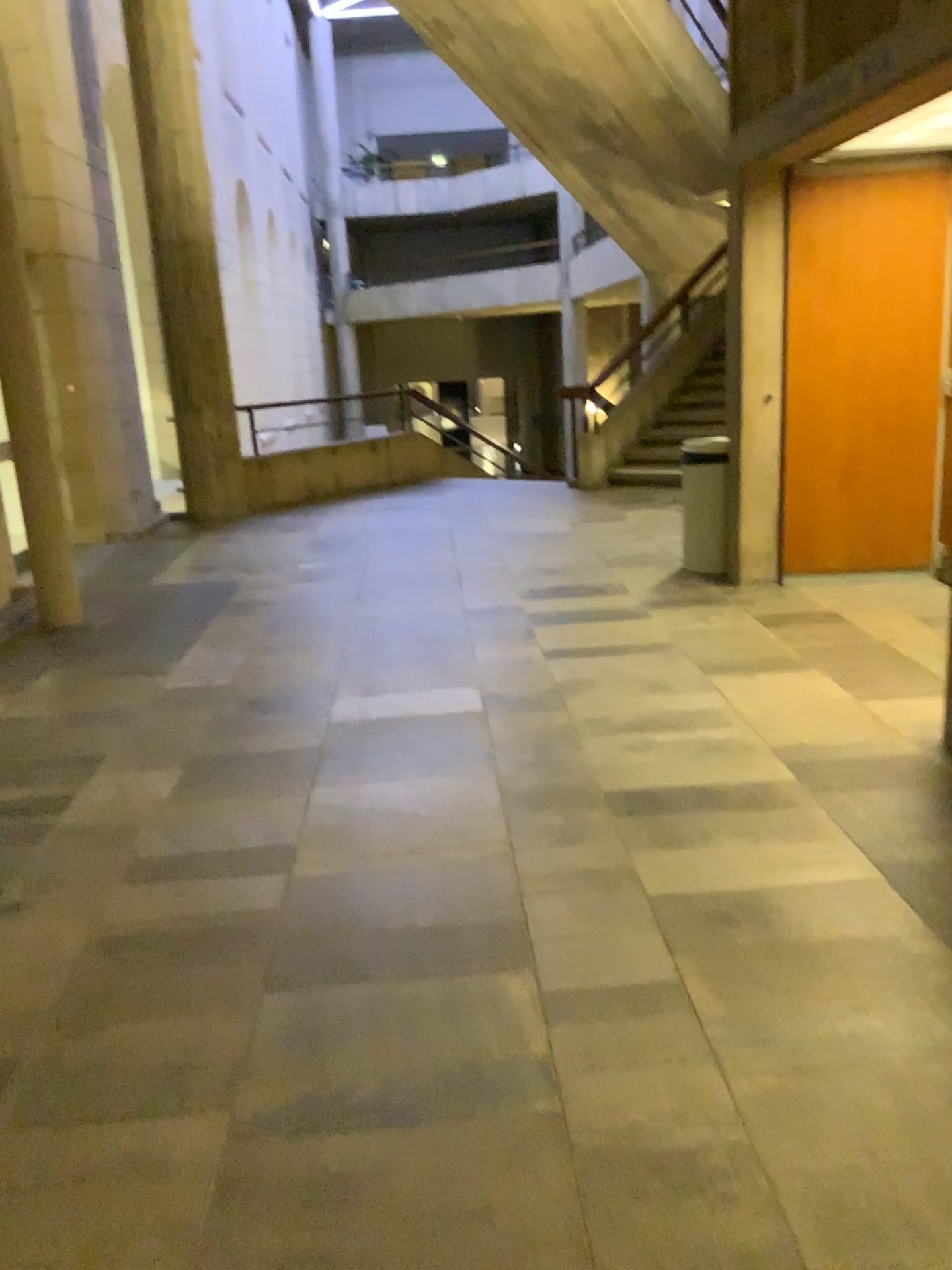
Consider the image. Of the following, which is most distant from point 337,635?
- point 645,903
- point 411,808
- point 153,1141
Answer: point 153,1141
